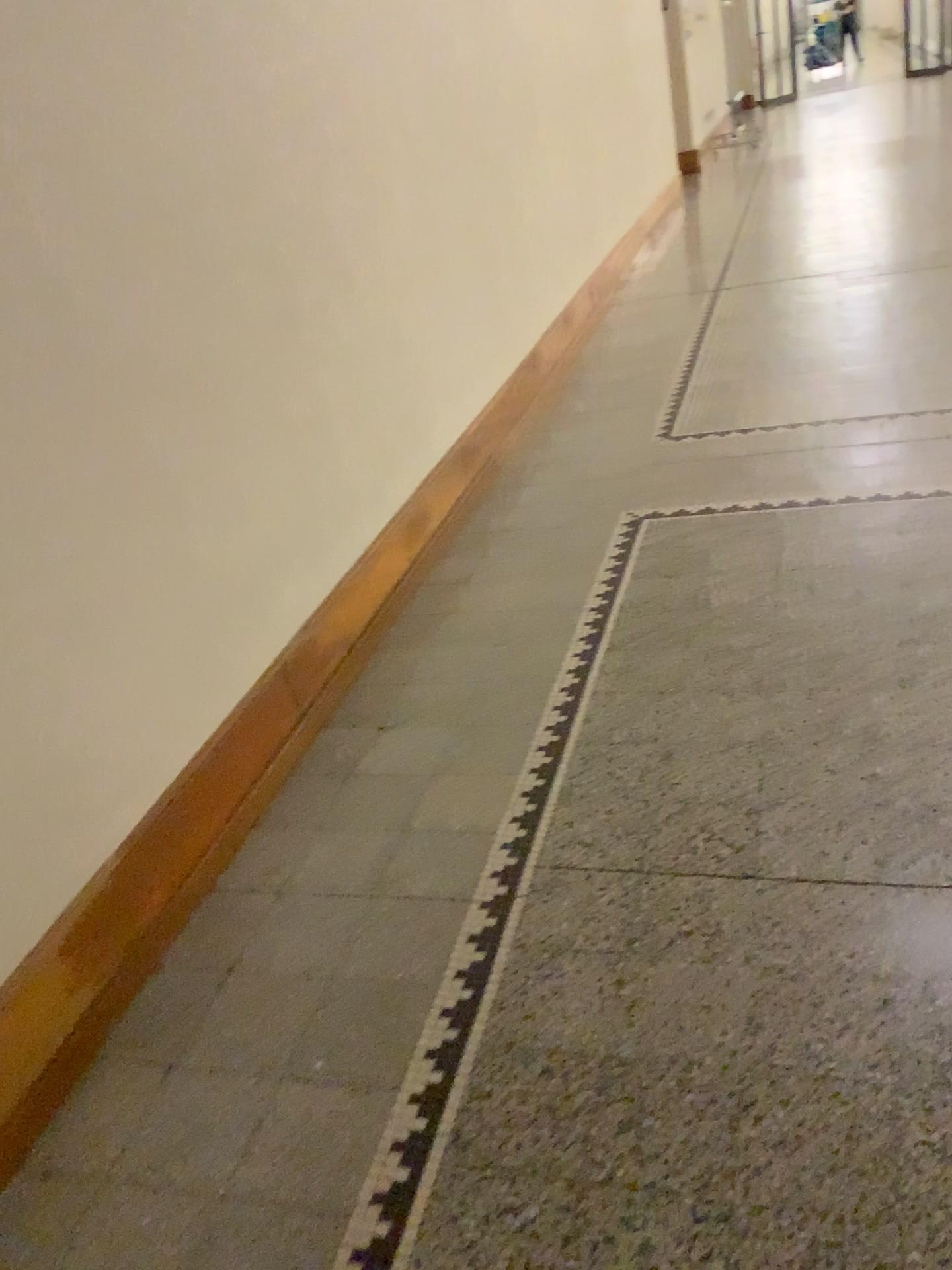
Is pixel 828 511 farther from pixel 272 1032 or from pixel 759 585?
pixel 272 1032
